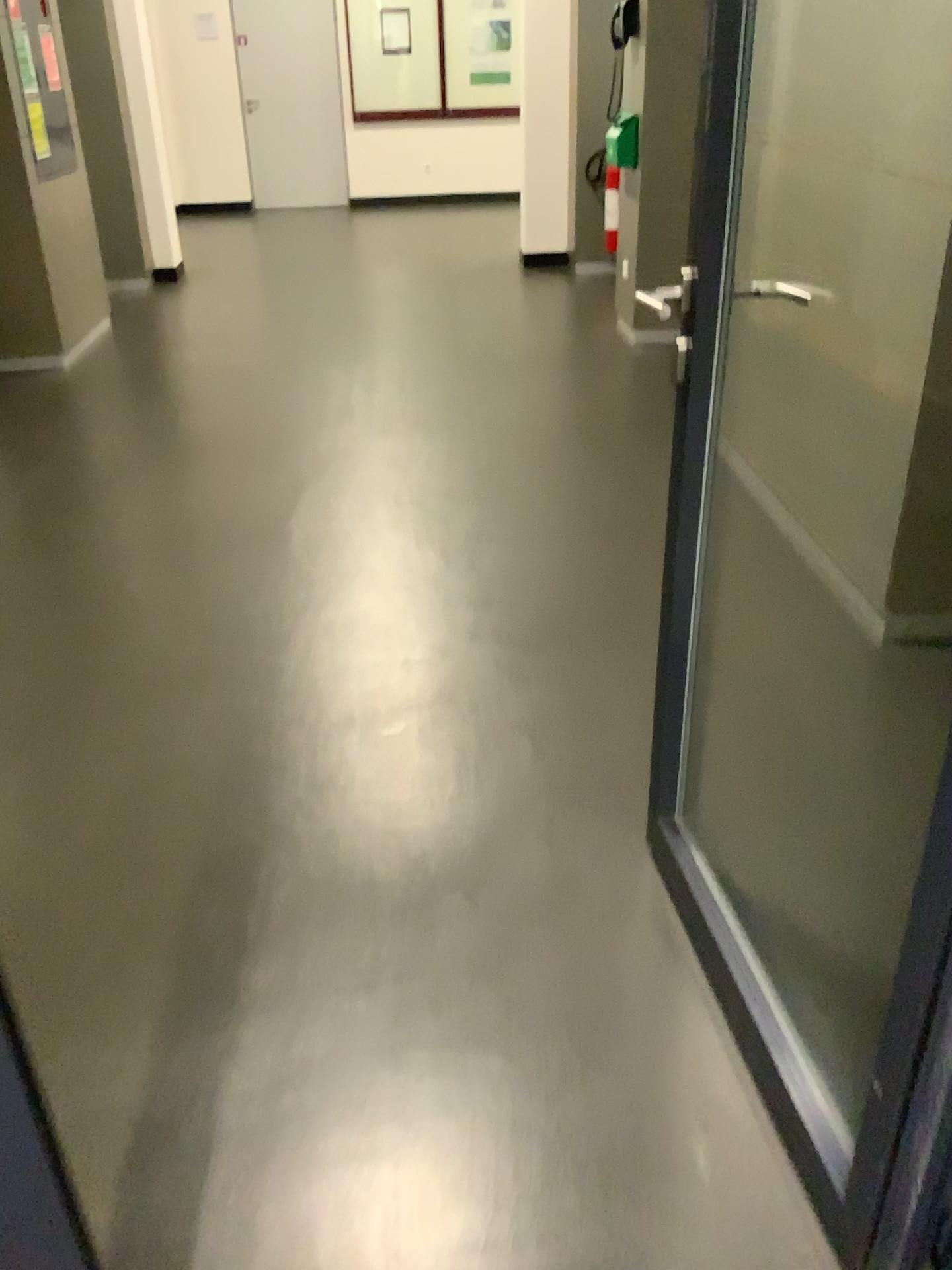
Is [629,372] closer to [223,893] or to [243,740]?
[243,740]
